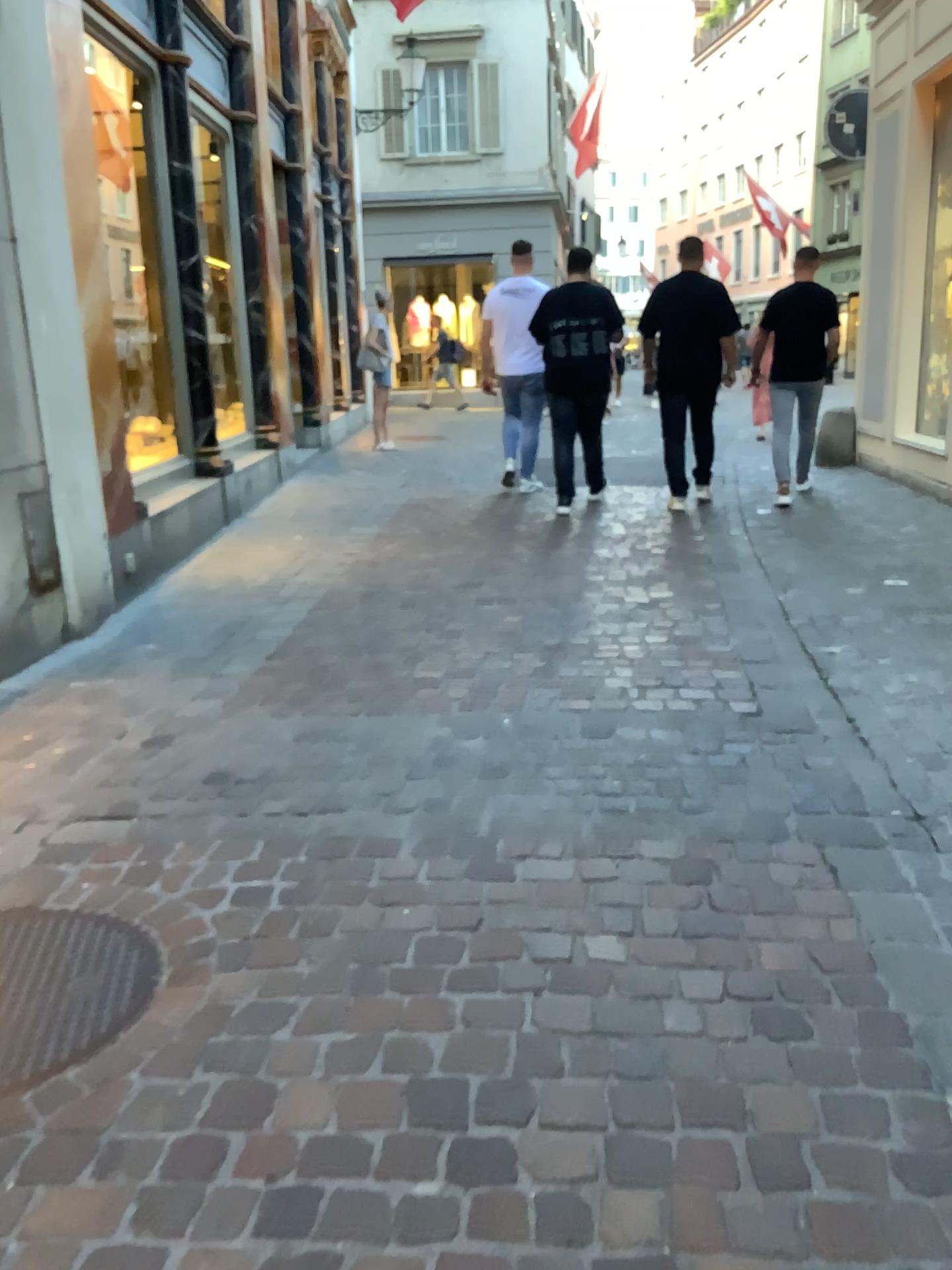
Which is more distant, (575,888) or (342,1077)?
(575,888)
